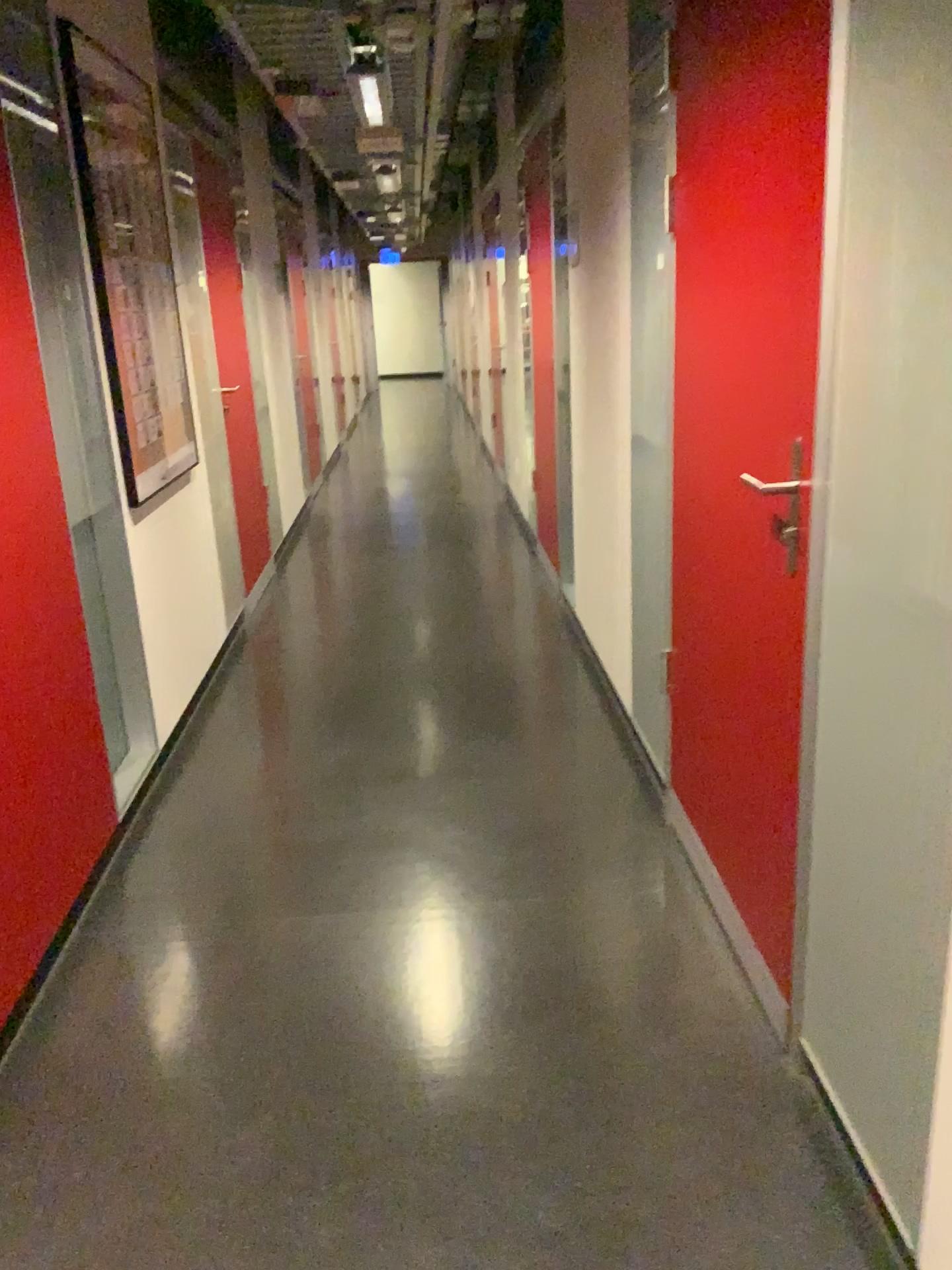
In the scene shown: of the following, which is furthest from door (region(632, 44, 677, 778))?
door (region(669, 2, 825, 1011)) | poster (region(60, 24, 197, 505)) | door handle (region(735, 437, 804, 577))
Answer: poster (region(60, 24, 197, 505))

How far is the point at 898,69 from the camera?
1.28m

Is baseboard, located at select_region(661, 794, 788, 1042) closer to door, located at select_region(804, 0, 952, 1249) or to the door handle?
door, located at select_region(804, 0, 952, 1249)

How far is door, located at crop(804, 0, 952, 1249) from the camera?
1.3m

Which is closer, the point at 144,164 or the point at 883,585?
the point at 883,585

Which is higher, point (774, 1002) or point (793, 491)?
point (793, 491)

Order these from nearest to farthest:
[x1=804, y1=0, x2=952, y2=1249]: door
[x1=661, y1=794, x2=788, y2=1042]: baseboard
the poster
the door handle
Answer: [x1=804, y1=0, x2=952, y2=1249]: door
the door handle
[x1=661, y1=794, x2=788, y2=1042]: baseboard
the poster

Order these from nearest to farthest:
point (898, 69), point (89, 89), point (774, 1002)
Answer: point (898, 69) → point (774, 1002) → point (89, 89)

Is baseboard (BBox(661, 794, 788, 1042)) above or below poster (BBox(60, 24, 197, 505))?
below

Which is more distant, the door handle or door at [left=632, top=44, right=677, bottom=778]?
door at [left=632, top=44, right=677, bottom=778]
